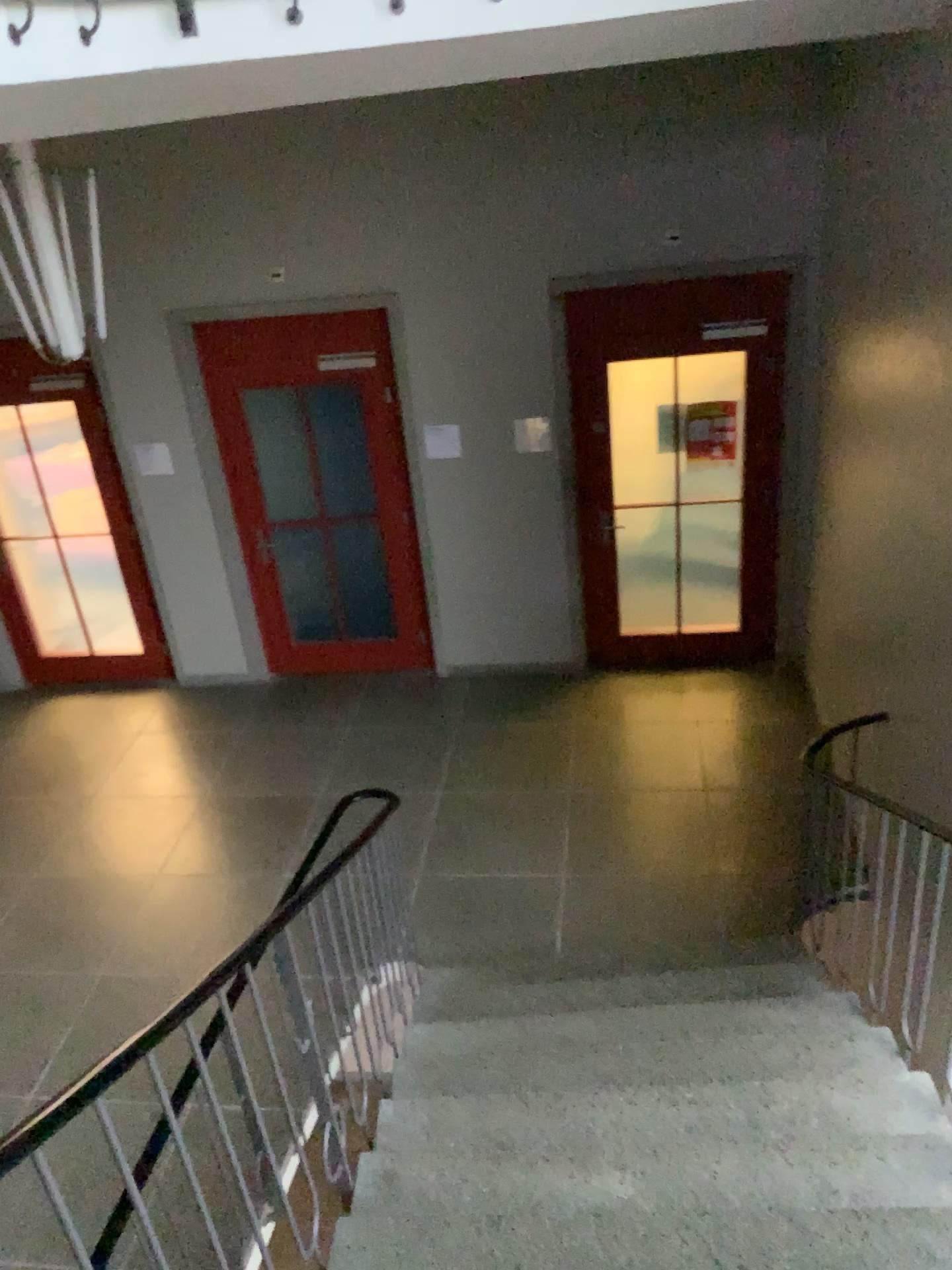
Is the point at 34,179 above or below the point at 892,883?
above

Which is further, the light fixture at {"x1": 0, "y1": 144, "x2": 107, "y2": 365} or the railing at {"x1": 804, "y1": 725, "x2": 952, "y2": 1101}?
the railing at {"x1": 804, "y1": 725, "x2": 952, "y2": 1101}

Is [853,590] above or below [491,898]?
above

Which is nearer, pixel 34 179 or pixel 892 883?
pixel 34 179

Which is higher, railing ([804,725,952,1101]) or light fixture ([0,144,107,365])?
light fixture ([0,144,107,365])
